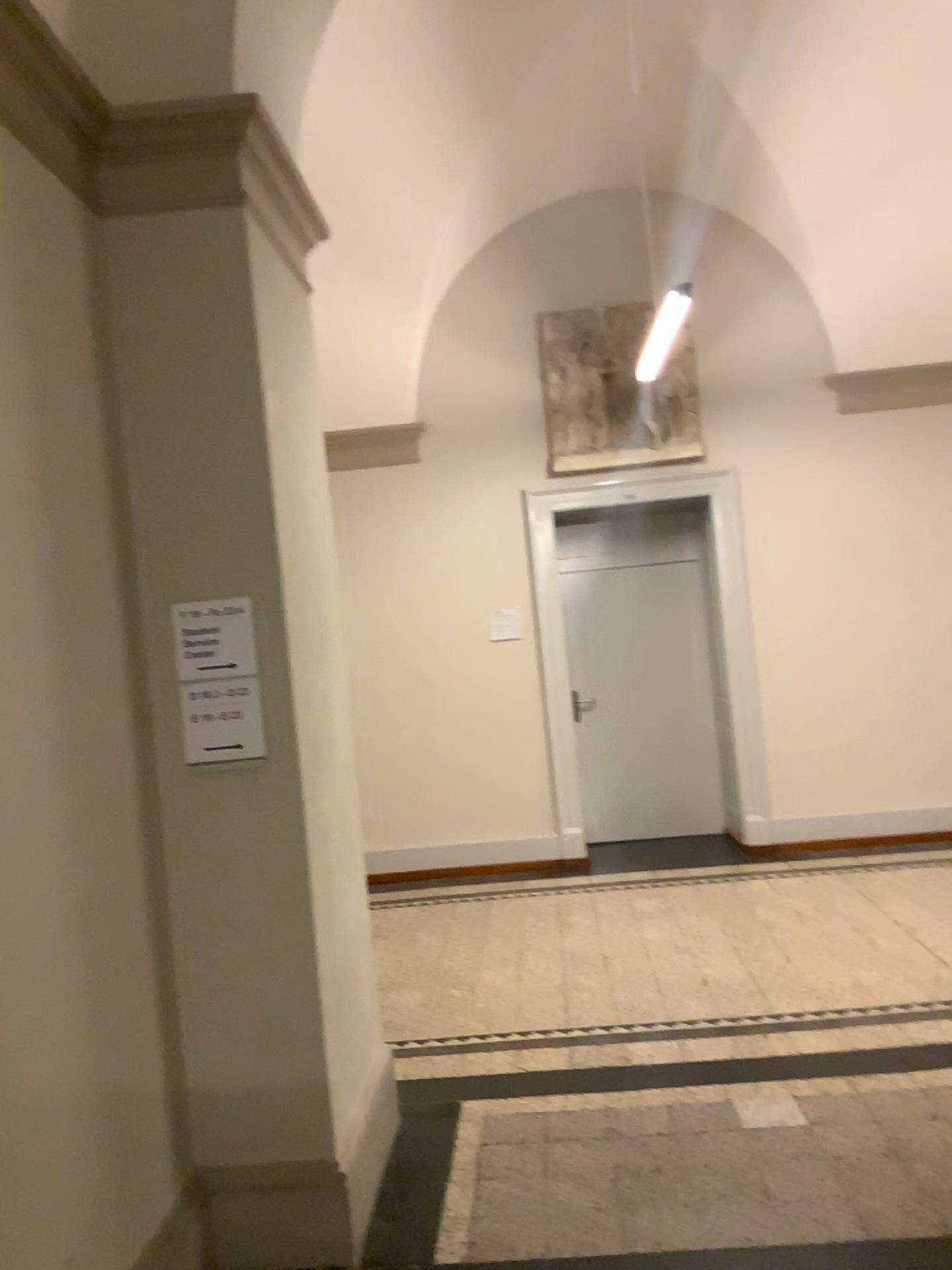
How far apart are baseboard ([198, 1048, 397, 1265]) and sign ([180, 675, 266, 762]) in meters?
1.0

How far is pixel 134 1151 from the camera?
2.4 meters

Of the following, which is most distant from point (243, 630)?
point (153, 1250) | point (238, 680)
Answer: point (153, 1250)

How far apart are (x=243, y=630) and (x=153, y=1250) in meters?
1.5 m

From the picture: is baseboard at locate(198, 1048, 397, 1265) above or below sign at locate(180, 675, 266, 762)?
below

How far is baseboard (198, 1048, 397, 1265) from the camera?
2.64m

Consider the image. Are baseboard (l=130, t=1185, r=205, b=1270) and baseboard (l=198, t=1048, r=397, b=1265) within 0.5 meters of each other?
→ yes

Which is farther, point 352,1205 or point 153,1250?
point 352,1205

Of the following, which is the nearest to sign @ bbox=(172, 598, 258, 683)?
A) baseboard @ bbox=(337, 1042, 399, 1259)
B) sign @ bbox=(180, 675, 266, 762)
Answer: sign @ bbox=(180, 675, 266, 762)

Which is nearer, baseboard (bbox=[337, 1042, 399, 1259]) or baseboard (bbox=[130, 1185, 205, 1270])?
baseboard (bbox=[130, 1185, 205, 1270])
